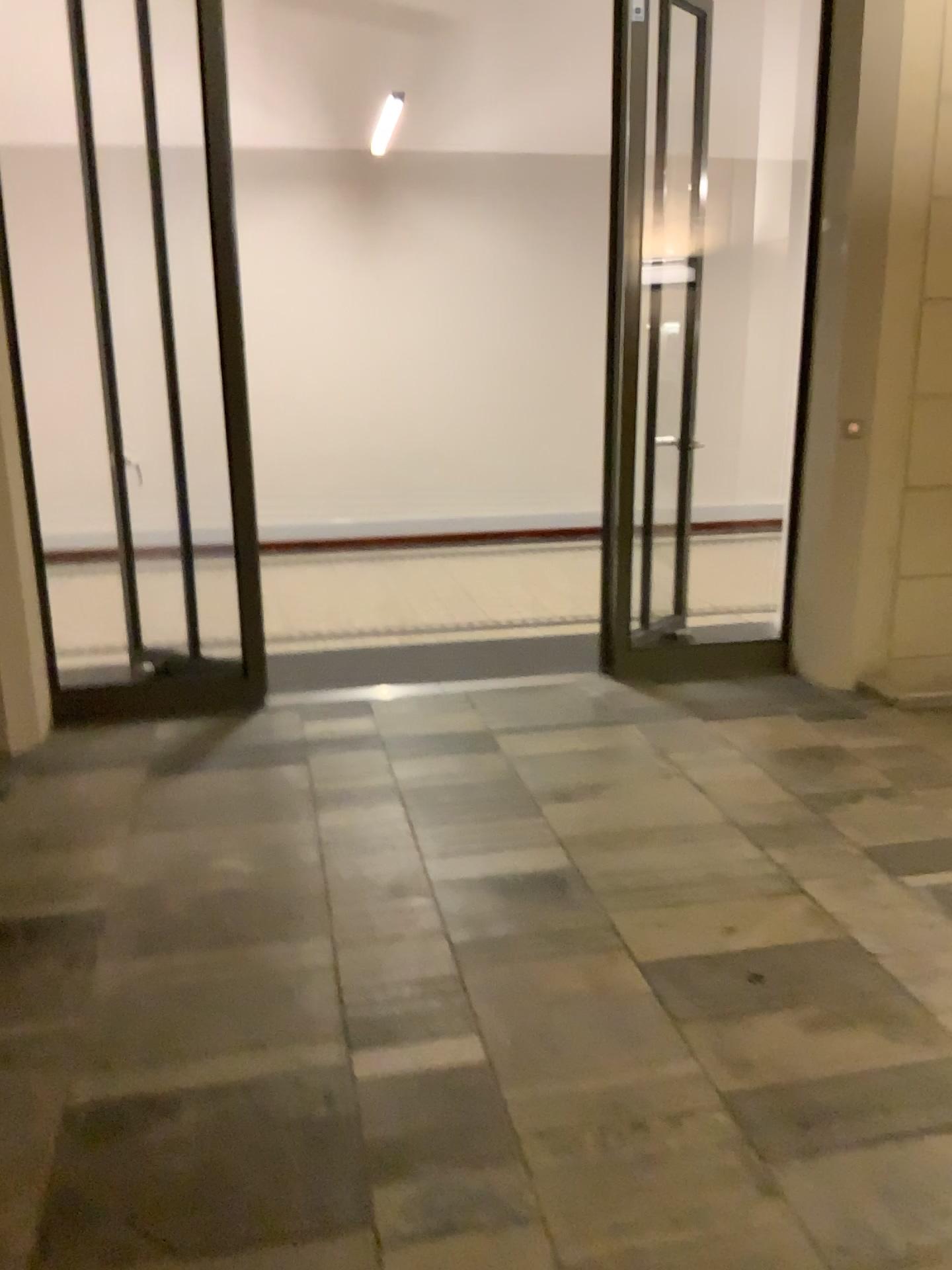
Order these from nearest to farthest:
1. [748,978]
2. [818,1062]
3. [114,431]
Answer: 1. [818,1062]
2. [748,978]
3. [114,431]
